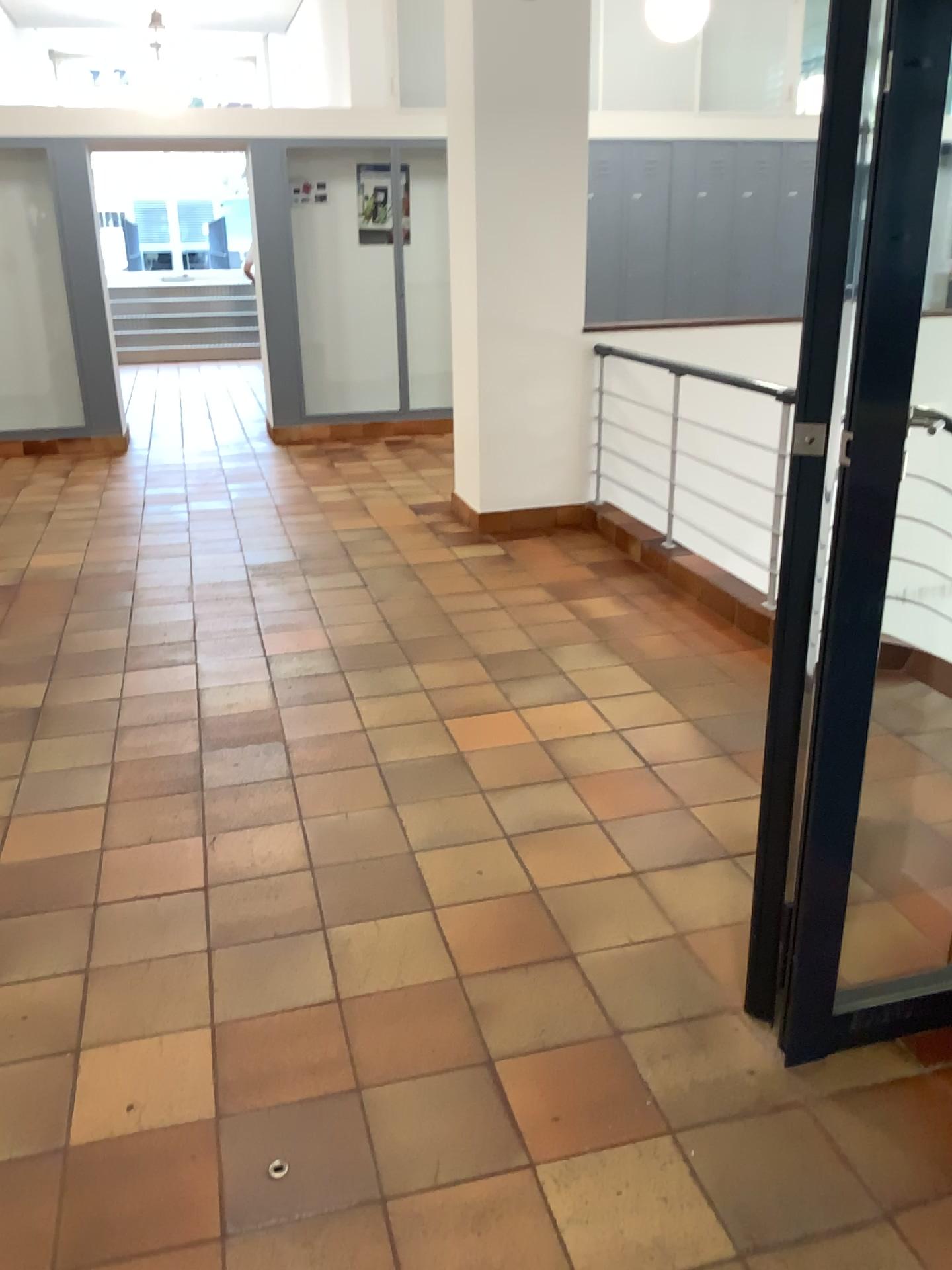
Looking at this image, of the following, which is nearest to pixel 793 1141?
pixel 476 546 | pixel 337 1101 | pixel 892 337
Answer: pixel 337 1101
